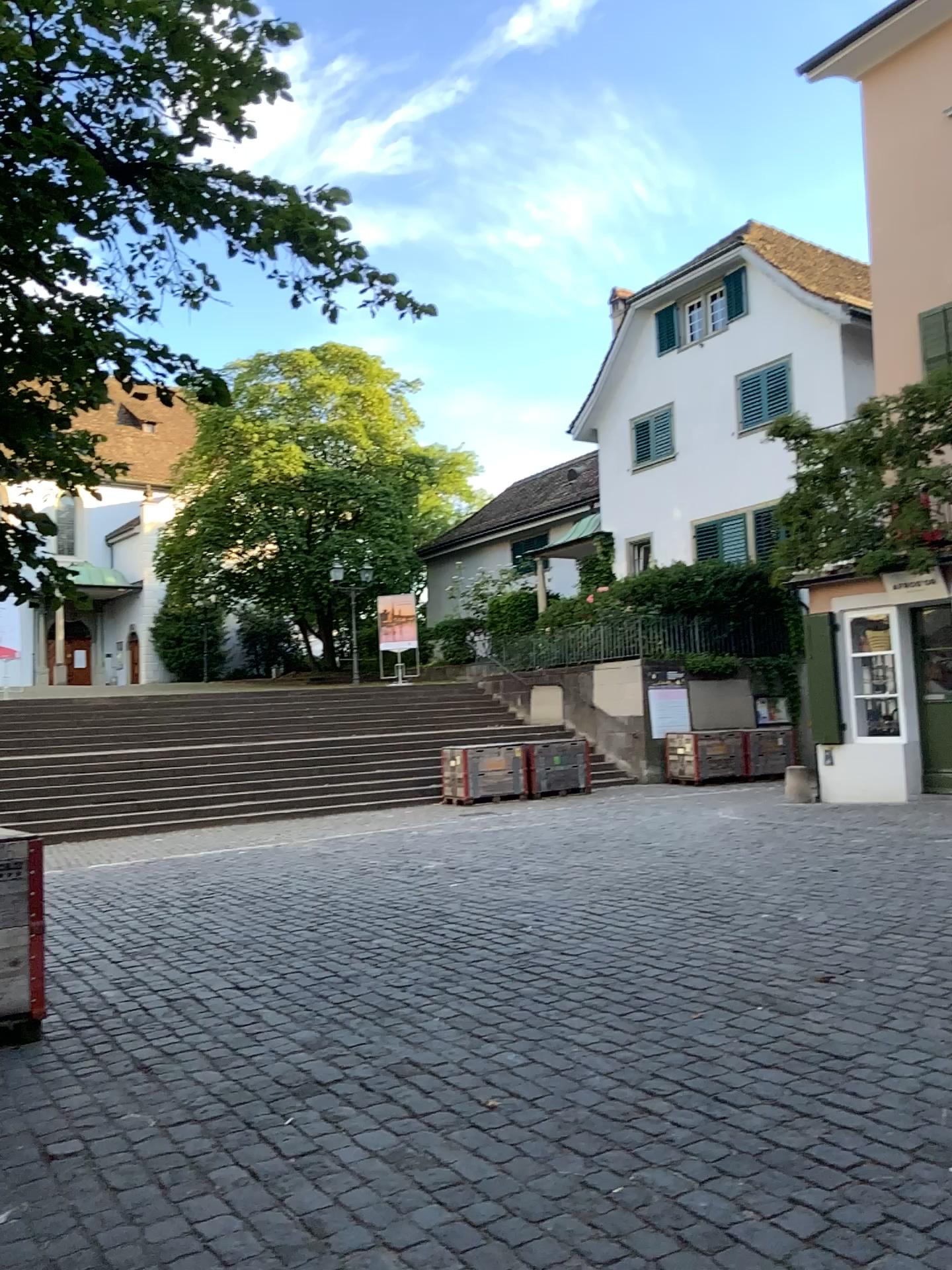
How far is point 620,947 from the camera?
5.6 meters
